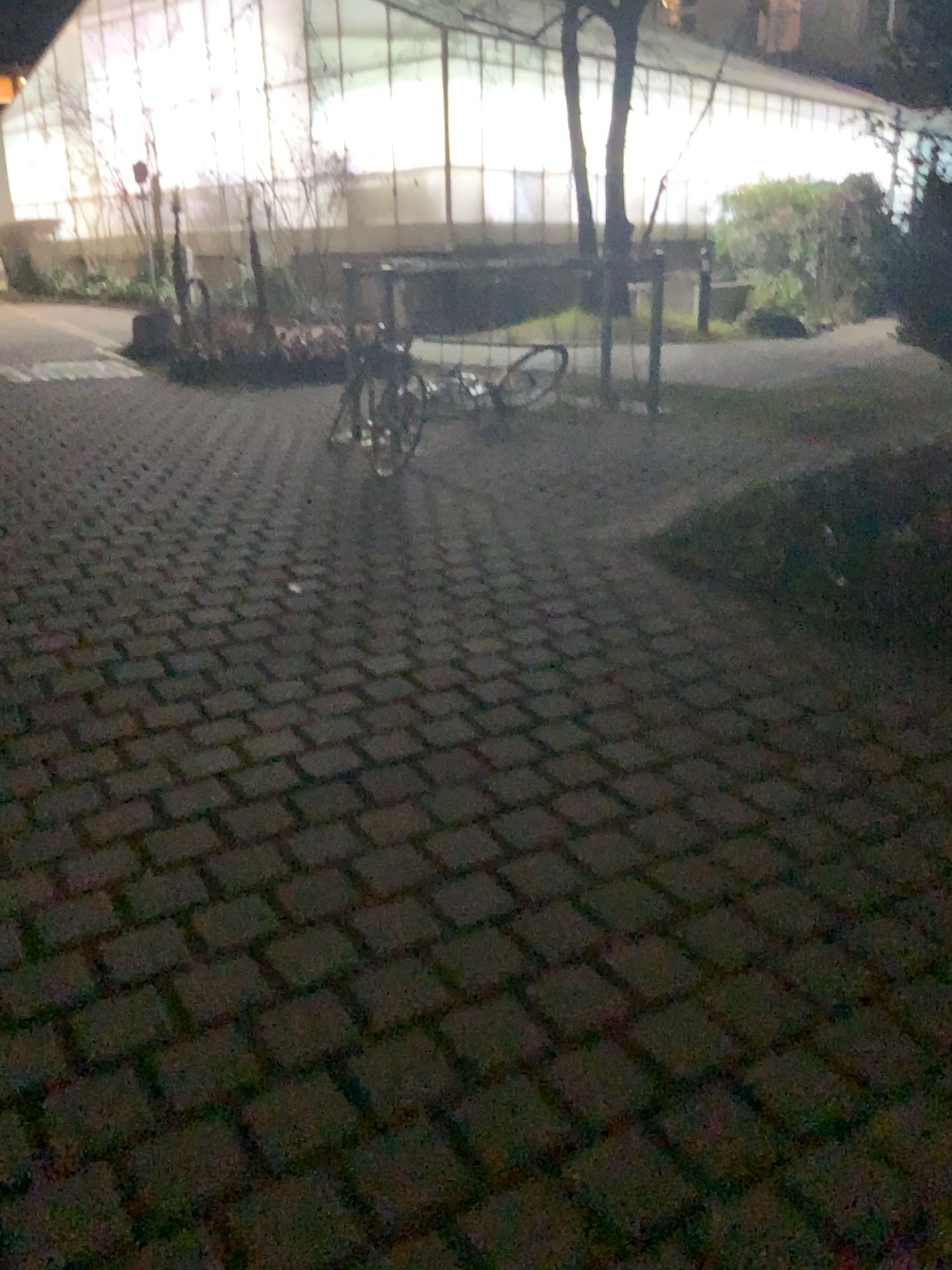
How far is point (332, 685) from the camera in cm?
364
